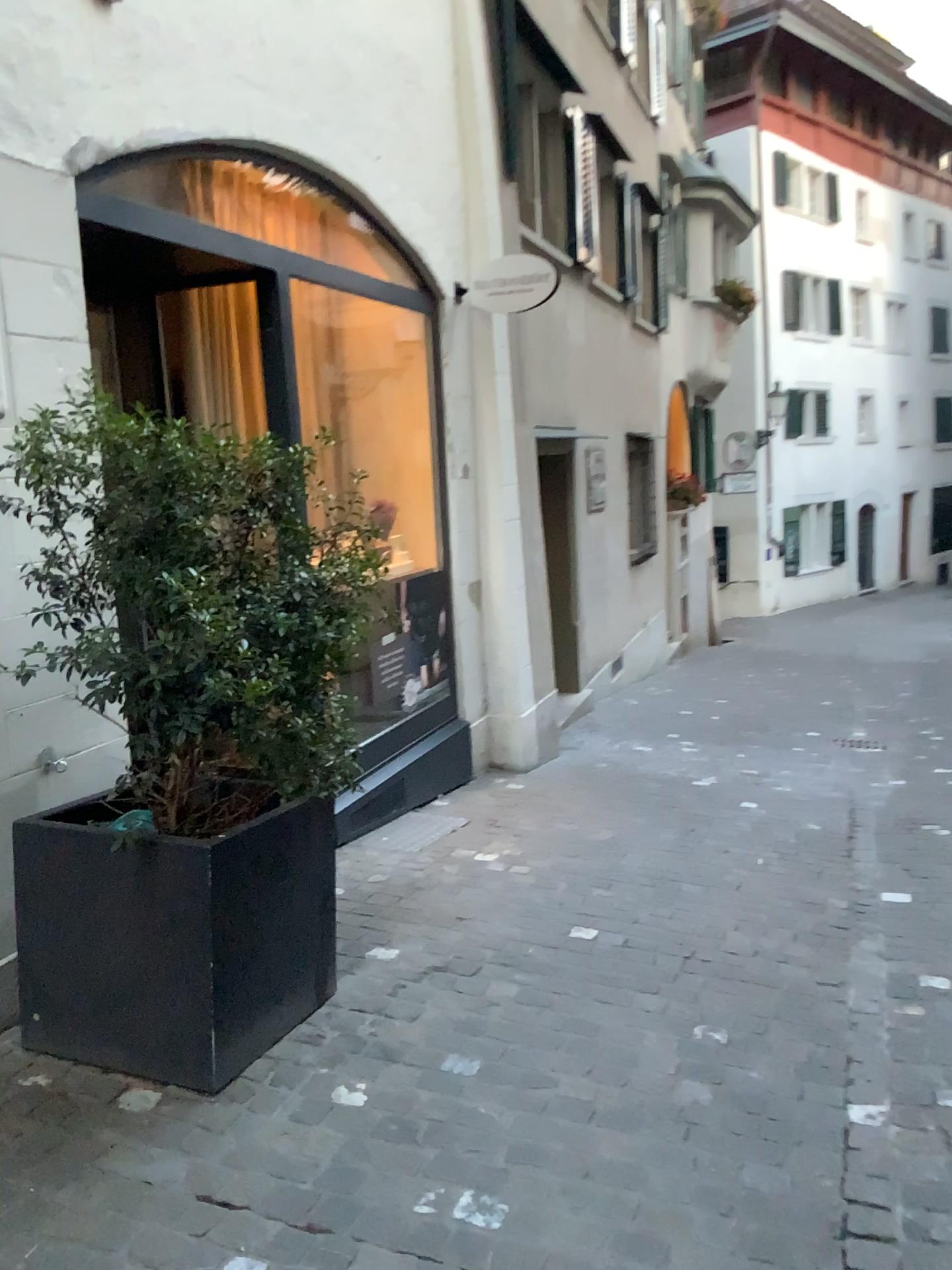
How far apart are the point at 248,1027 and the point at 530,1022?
0.8m

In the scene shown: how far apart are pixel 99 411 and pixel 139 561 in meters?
0.3

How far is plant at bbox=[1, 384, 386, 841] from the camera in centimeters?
232cm

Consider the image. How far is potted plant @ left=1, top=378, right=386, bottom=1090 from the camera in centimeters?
239cm

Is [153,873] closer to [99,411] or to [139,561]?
[139,561]

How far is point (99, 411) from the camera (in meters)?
2.32

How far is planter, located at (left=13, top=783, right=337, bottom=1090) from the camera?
2.53m
